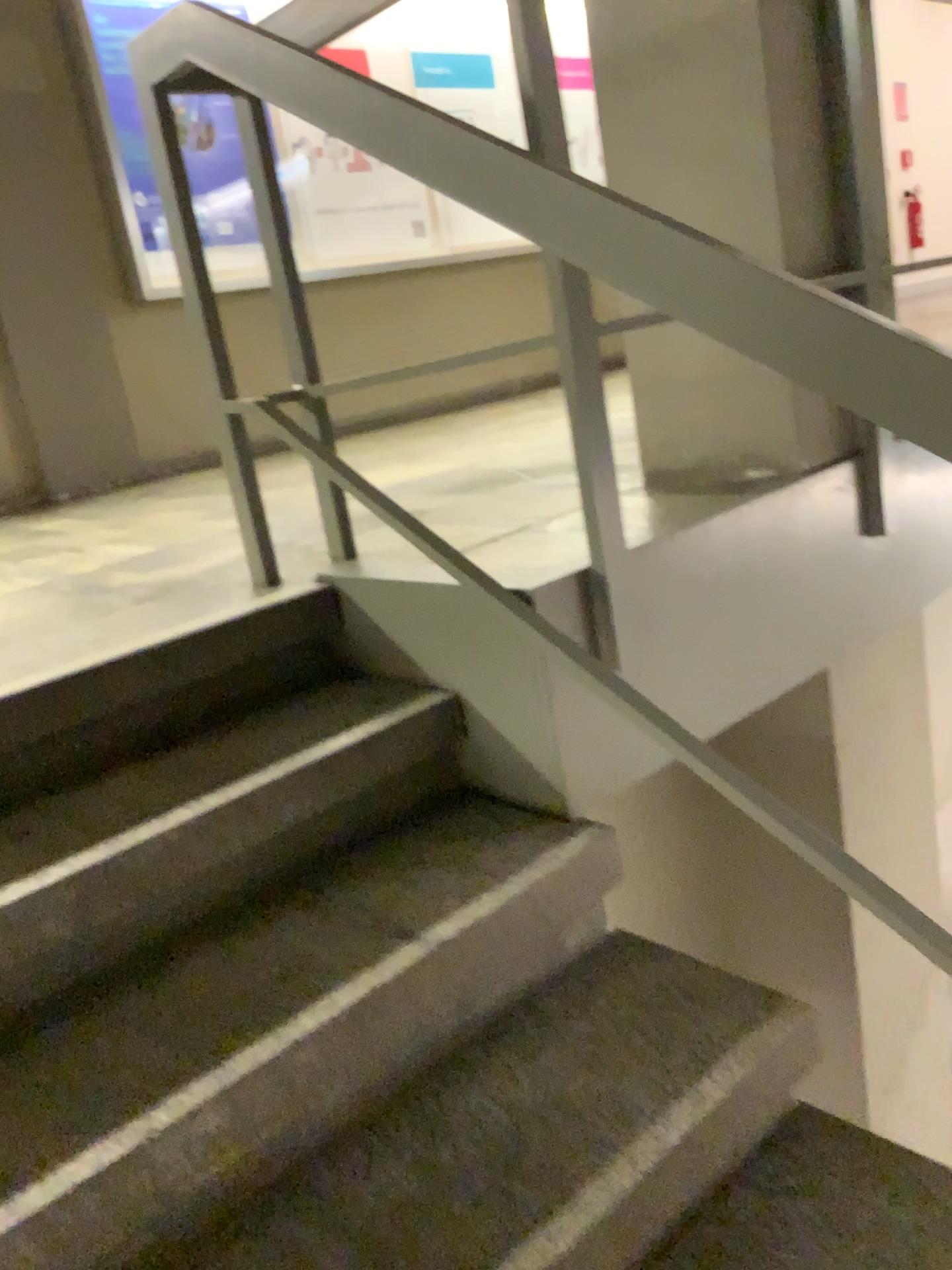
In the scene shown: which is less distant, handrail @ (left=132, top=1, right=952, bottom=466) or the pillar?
handrail @ (left=132, top=1, right=952, bottom=466)

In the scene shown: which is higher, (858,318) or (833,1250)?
(858,318)

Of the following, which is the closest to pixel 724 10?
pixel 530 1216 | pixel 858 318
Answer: pixel 858 318

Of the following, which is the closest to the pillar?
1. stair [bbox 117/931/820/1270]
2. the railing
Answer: the railing

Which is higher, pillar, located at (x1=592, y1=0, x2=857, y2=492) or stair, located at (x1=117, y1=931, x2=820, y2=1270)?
pillar, located at (x1=592, y1=0, x2=857, y2=492)

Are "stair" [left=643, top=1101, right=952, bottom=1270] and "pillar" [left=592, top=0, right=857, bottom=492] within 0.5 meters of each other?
no

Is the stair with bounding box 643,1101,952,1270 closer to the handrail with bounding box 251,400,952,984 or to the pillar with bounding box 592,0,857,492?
the handrail with bounding box 251,400,952,984

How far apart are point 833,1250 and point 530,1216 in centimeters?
37cm

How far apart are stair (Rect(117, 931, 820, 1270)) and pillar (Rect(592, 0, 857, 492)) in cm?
92

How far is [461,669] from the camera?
1.6m
